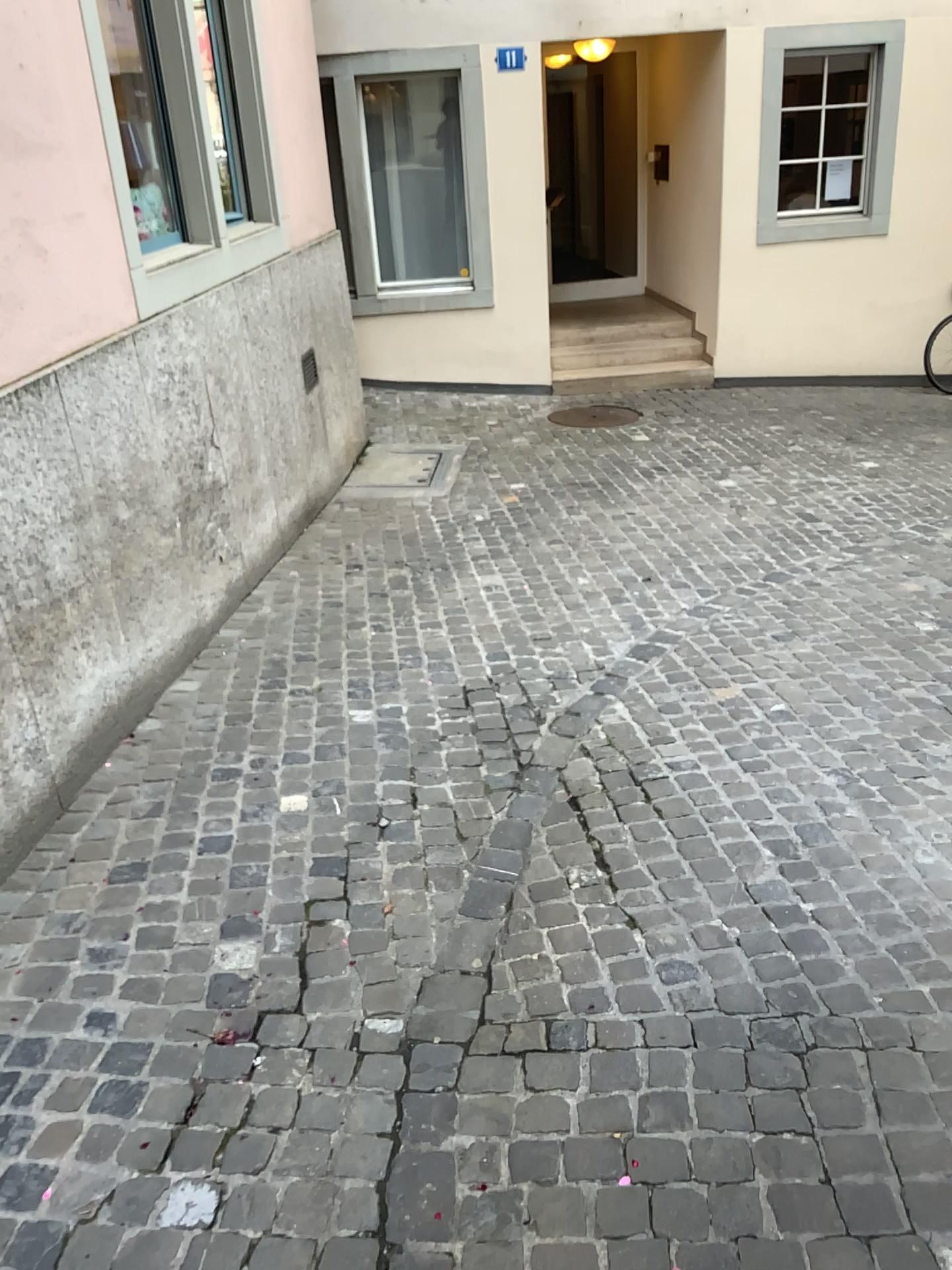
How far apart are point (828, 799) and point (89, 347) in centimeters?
265cm
